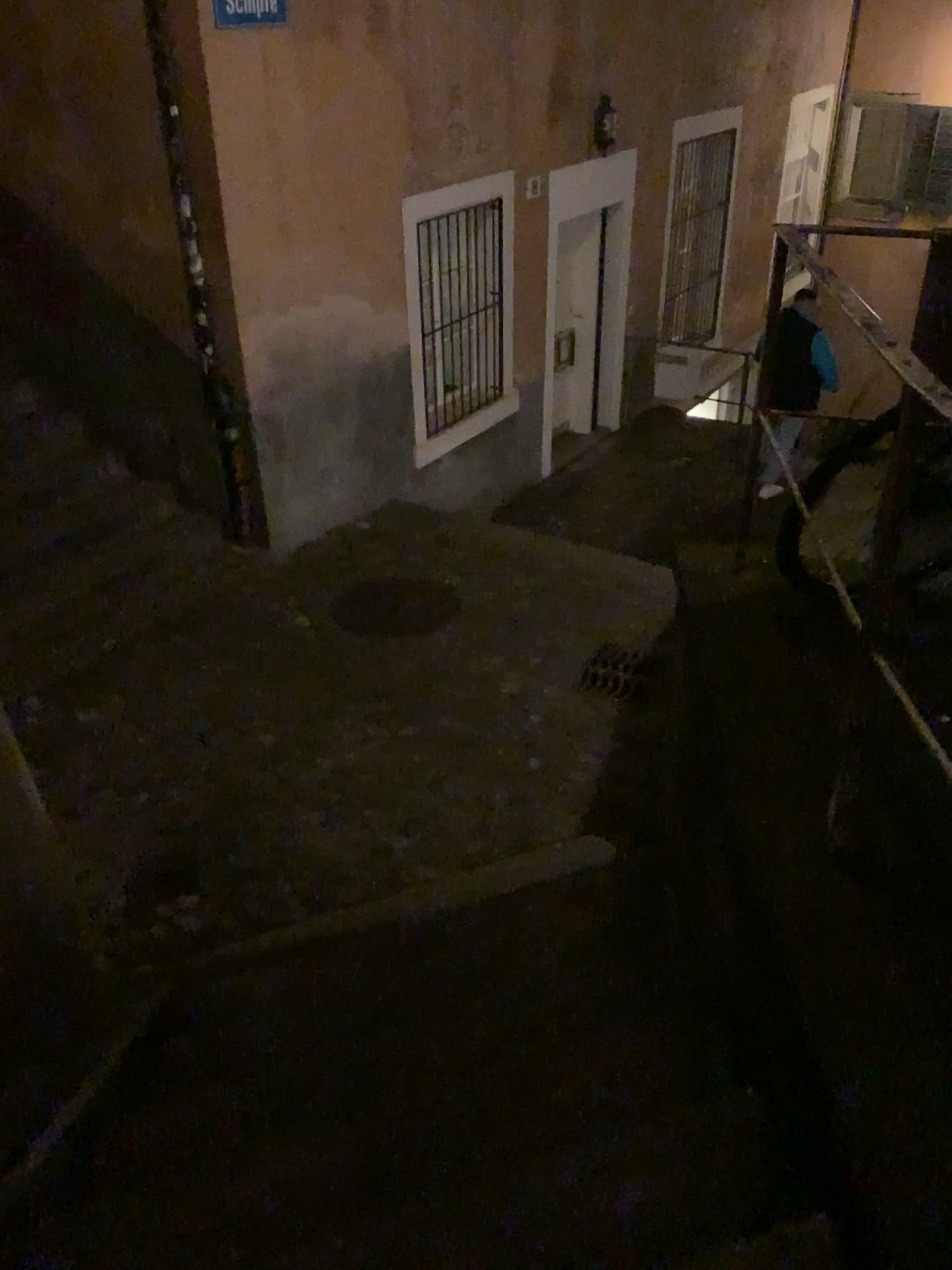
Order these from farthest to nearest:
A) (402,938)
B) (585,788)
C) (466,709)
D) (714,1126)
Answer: (466,709) < (585,788) < (402,938) < (714,1126)
